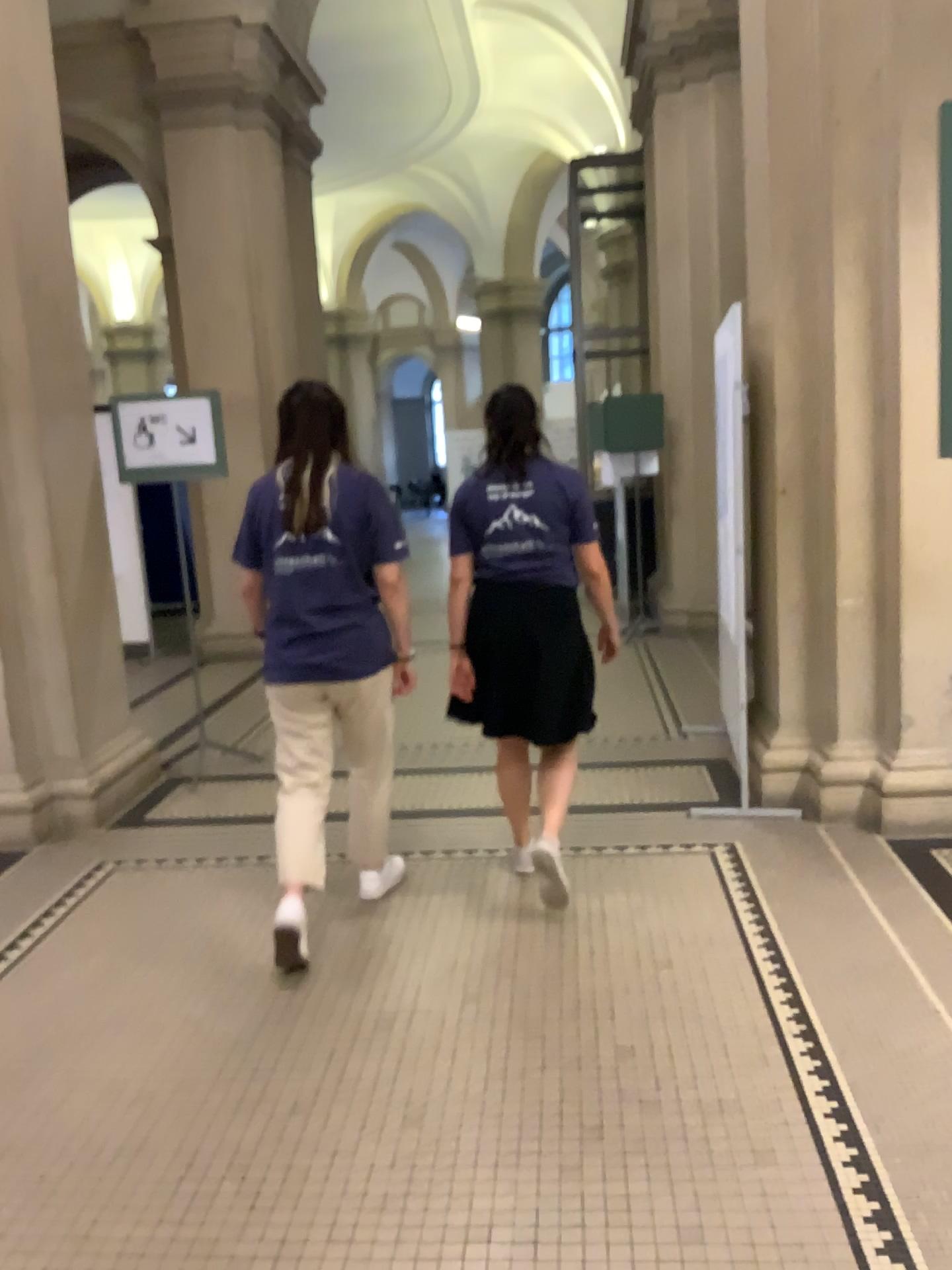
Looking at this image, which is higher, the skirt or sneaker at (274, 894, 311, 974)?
the skirt

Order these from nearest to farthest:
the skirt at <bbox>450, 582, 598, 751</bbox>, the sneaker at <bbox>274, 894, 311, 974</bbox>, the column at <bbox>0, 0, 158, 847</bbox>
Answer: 1. the sneaker at <bbox>274, 894, 311, 974</bbox>
2. the skirt at <bbox>450, 582, 598, 751</bbox>
3. the column at <bbox>0, 0, 158, 847</bbox>

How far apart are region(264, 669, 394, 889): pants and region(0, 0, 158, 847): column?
1.66m

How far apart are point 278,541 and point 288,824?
0.83m

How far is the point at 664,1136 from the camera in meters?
2.3 m

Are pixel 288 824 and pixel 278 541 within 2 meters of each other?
yes

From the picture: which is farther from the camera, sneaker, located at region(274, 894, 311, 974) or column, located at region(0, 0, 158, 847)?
column, located at region(0, 0, 158, 847)

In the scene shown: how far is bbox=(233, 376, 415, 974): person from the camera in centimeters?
311cm

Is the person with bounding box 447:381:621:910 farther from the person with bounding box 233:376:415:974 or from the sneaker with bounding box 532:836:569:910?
the person with bounding box 233:376:415:974

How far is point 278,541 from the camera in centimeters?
311cm
